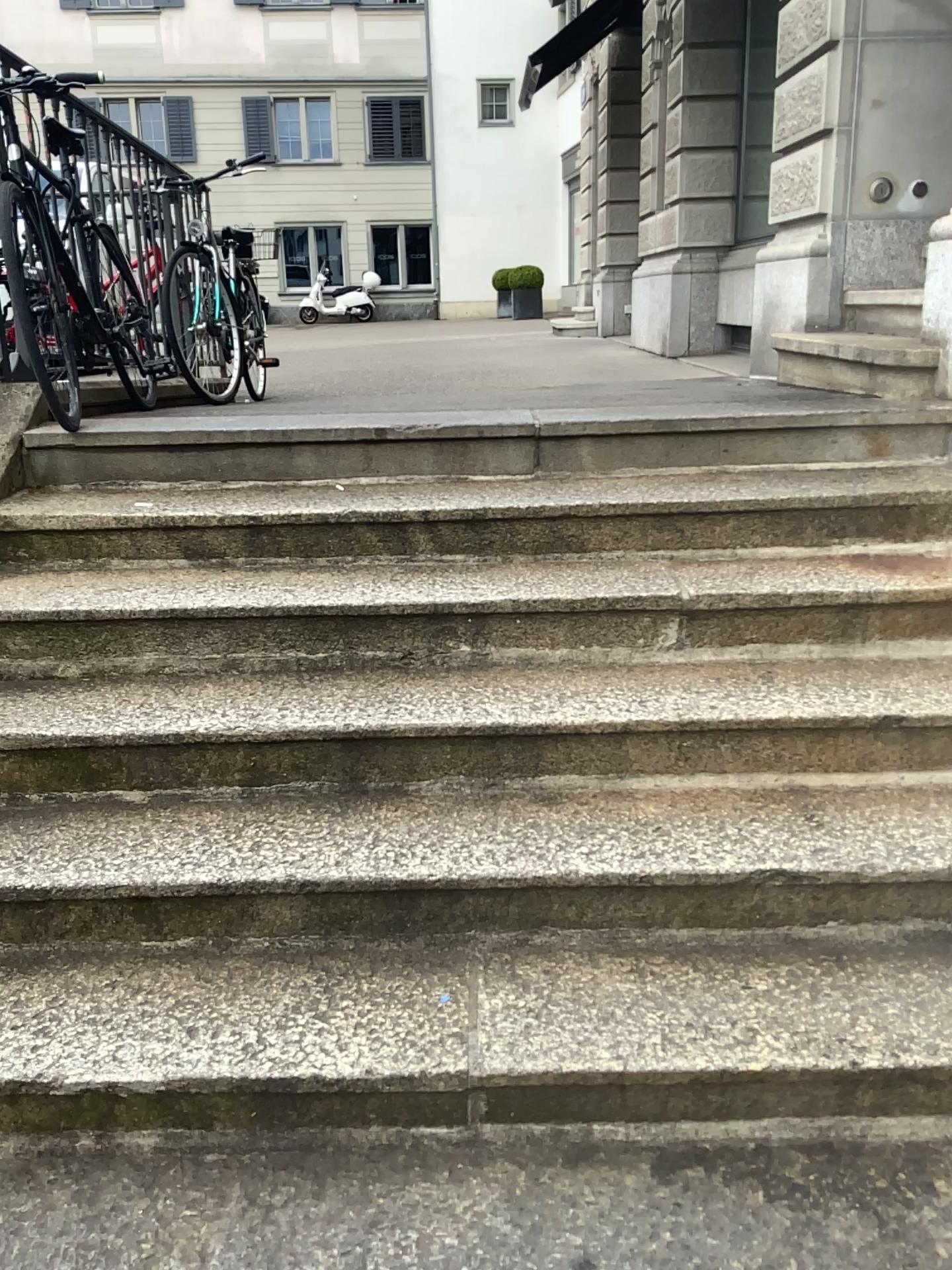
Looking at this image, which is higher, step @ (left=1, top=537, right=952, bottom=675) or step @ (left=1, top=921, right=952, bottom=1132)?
step @ (left=1, top=537, right=952, bottom=675)

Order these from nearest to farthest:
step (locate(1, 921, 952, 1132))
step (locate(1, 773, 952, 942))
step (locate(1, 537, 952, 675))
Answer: step (locate(1, 921, 952, 1132)) < step (locate(1, 773, 952, 942)) < step (locate(1, 537, 952, 675))

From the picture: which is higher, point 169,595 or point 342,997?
point 169,595

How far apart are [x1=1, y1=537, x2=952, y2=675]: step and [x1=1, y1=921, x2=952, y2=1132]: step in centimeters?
74cm

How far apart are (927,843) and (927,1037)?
0.4 meters

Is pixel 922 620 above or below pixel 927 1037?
above

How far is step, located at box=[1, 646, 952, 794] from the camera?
2.3 meters

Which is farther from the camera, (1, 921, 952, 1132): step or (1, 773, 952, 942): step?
(1, 773, 952, 942): step

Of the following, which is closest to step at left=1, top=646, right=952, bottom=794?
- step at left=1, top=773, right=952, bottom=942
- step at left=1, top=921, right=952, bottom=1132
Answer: step at left=1, top=773, right=952, bottom=942

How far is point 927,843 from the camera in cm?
208
